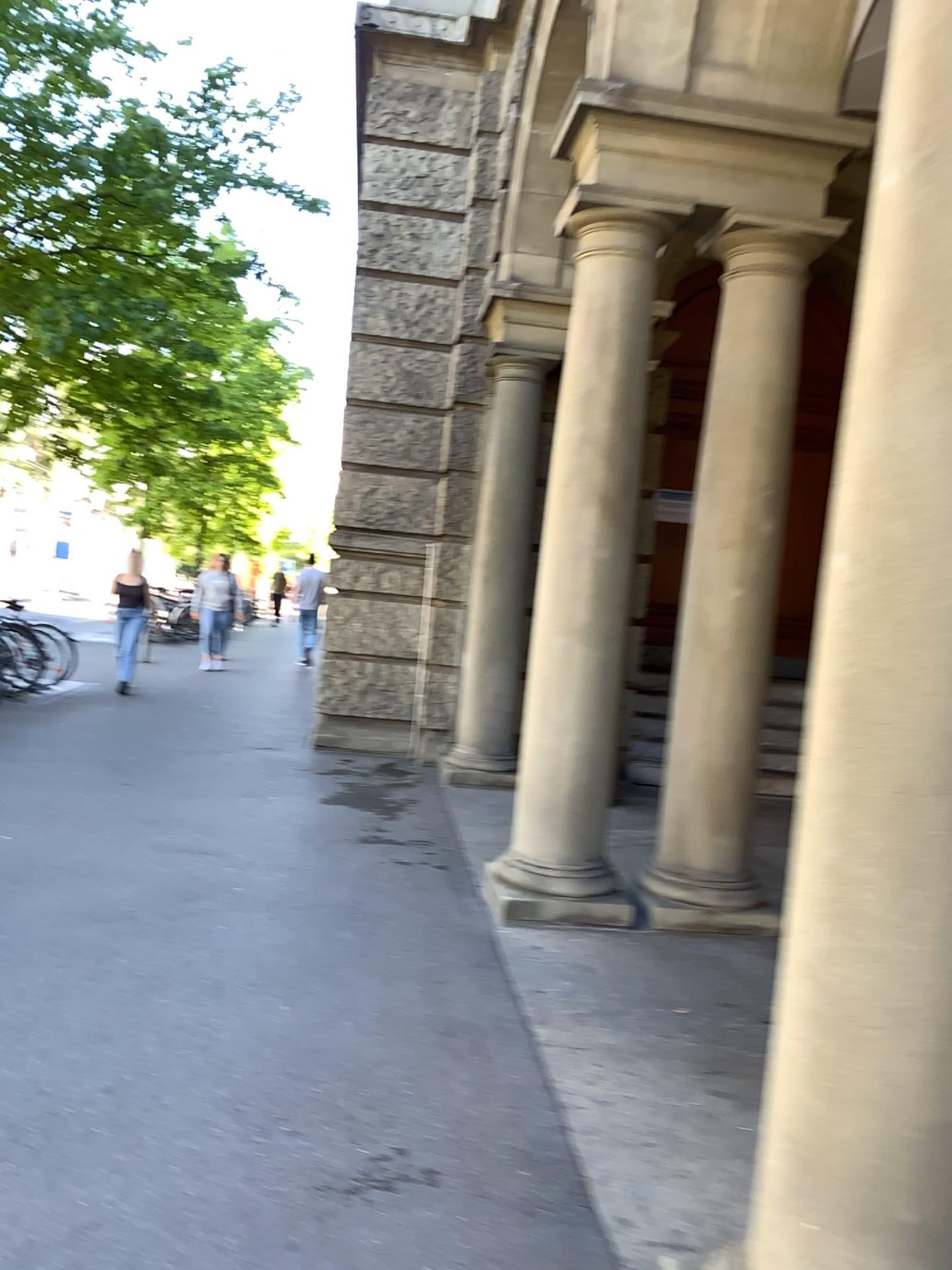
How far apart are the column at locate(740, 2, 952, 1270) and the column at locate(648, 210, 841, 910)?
2.8 meters

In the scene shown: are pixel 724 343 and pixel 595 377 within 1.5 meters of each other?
yes

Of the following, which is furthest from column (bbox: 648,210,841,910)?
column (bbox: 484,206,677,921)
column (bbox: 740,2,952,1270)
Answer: column (bbox: 740,2,952,1270)

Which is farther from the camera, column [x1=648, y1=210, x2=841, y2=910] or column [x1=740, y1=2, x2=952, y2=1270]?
column [x1=648, y1=210, x2=841, y2=910]

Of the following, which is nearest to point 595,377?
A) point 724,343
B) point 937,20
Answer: point 724,343

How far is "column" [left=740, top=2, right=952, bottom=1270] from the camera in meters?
1.6

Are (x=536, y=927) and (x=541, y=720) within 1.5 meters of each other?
yes

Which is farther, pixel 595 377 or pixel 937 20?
pixel 595 377

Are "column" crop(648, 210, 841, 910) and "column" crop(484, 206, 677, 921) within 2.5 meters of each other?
yes

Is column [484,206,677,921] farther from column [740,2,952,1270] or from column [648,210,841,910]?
column [740,2,952,1270]
